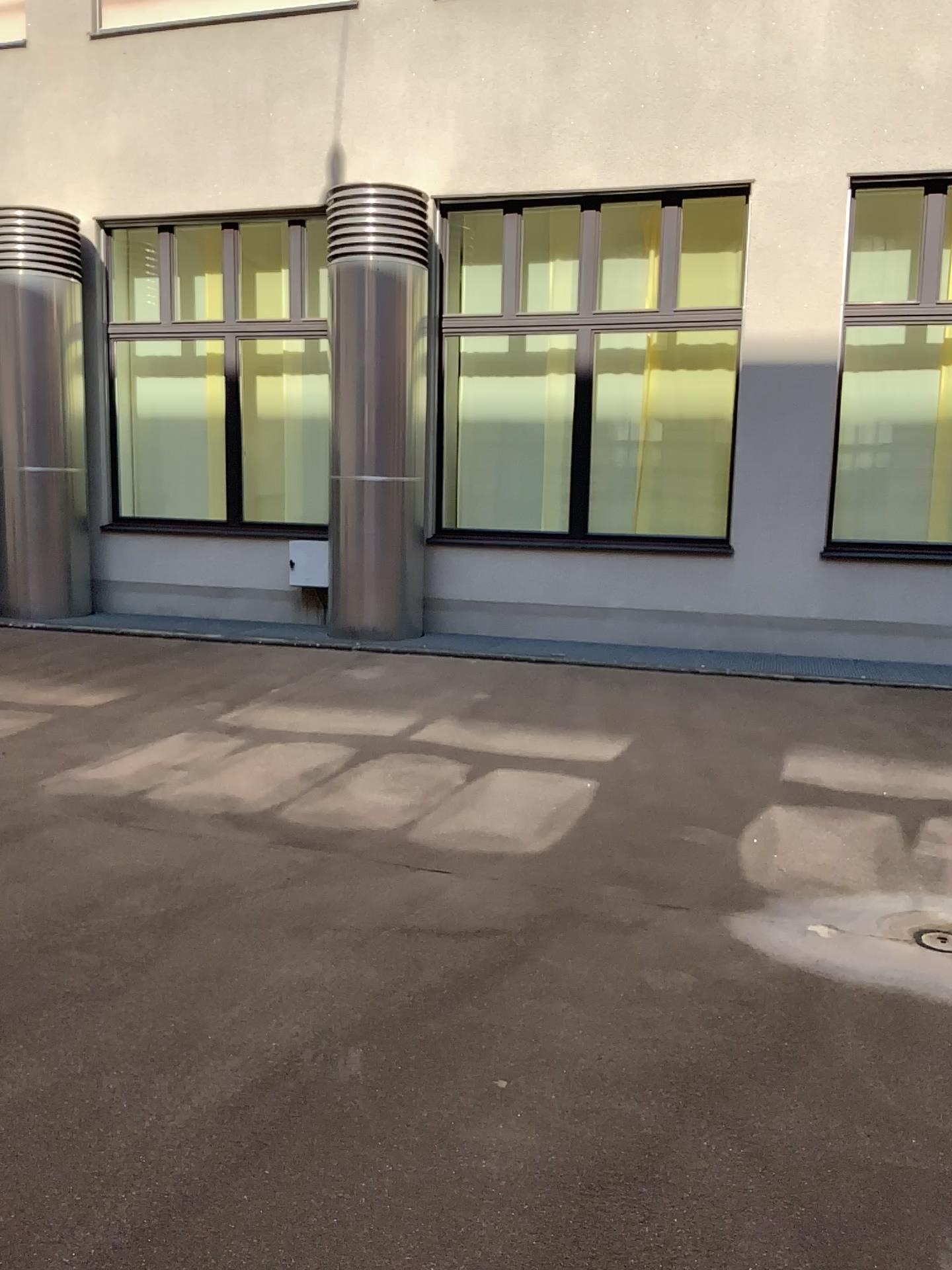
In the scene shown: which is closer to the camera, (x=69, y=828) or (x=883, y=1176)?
(x=883, y=1176)
